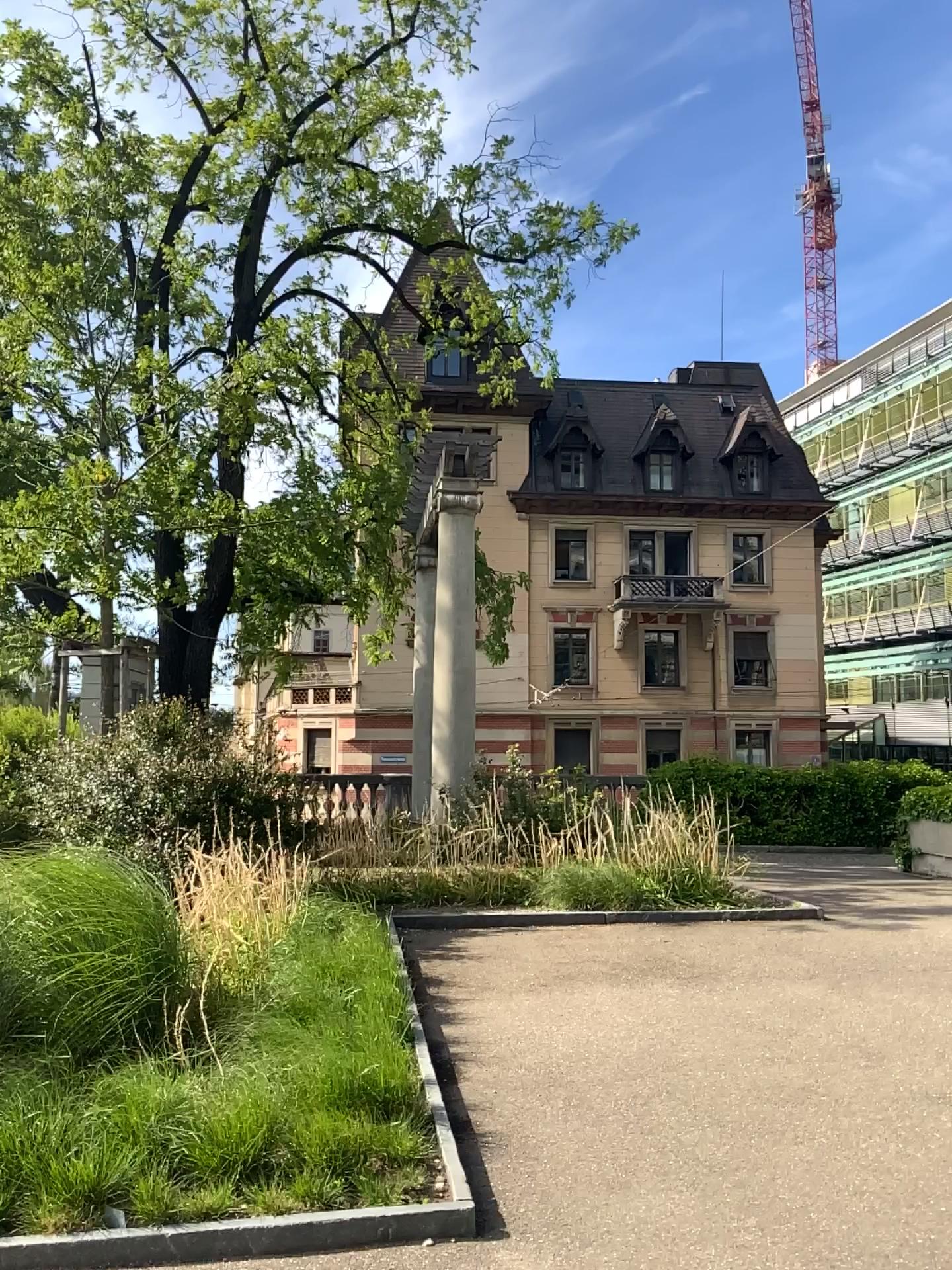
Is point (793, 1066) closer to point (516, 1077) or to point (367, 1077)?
point (516, 1077)
